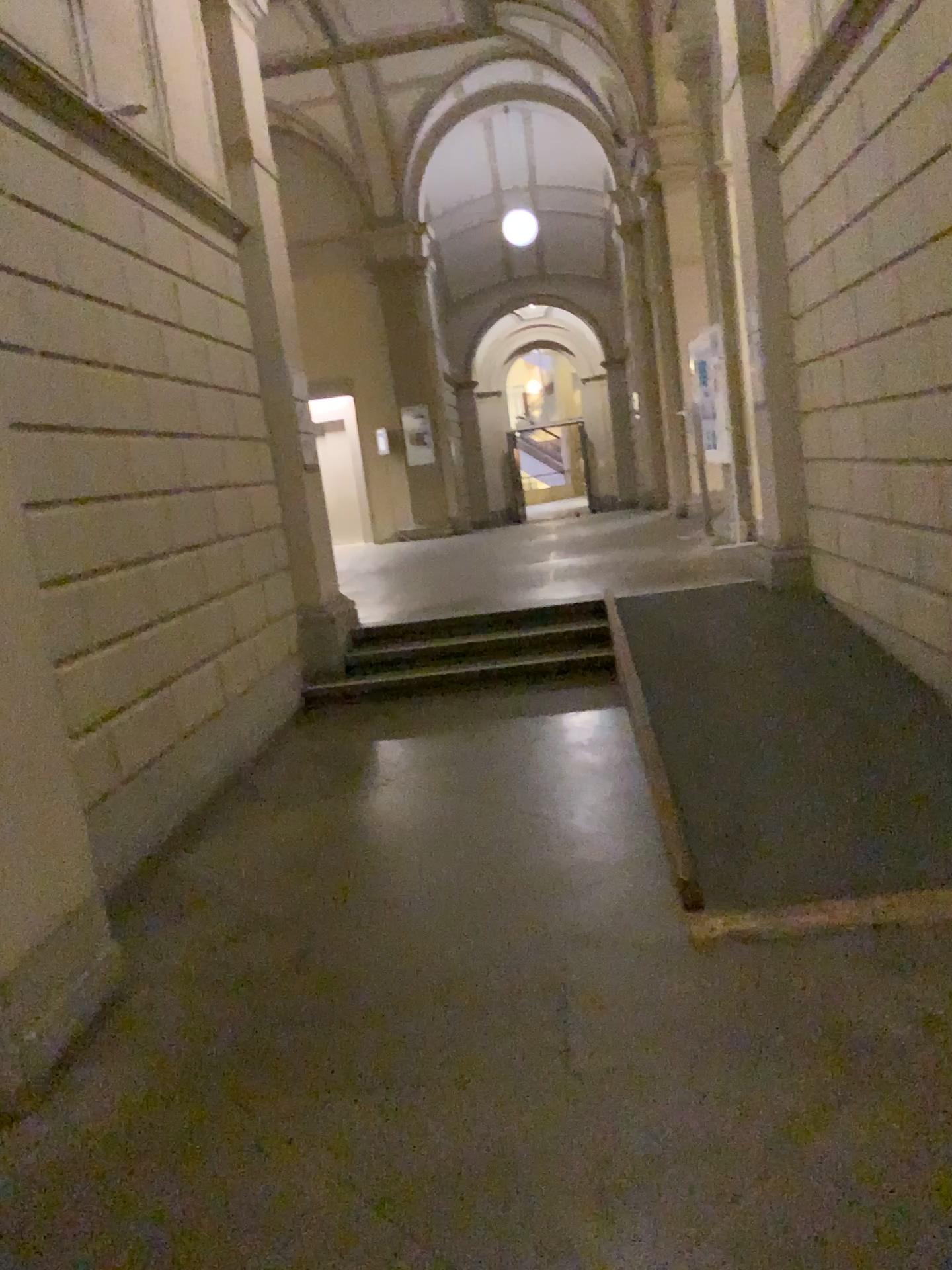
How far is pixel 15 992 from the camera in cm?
260

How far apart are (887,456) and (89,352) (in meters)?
3.46

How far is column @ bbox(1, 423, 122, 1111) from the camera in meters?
2.6
